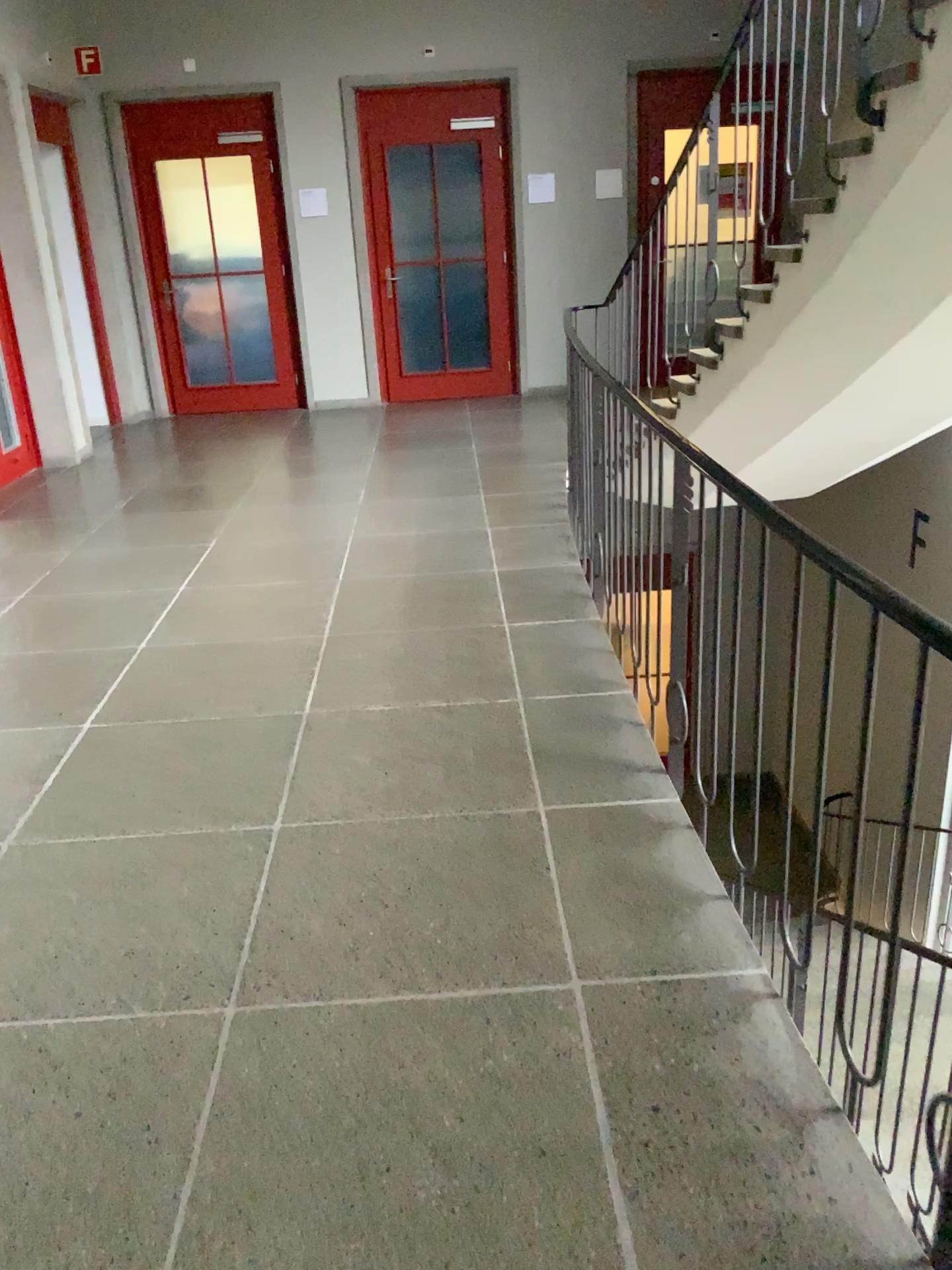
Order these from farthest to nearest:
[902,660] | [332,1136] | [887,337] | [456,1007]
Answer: [887,337]
[456,1007]
[332,1136]
[902,660]
